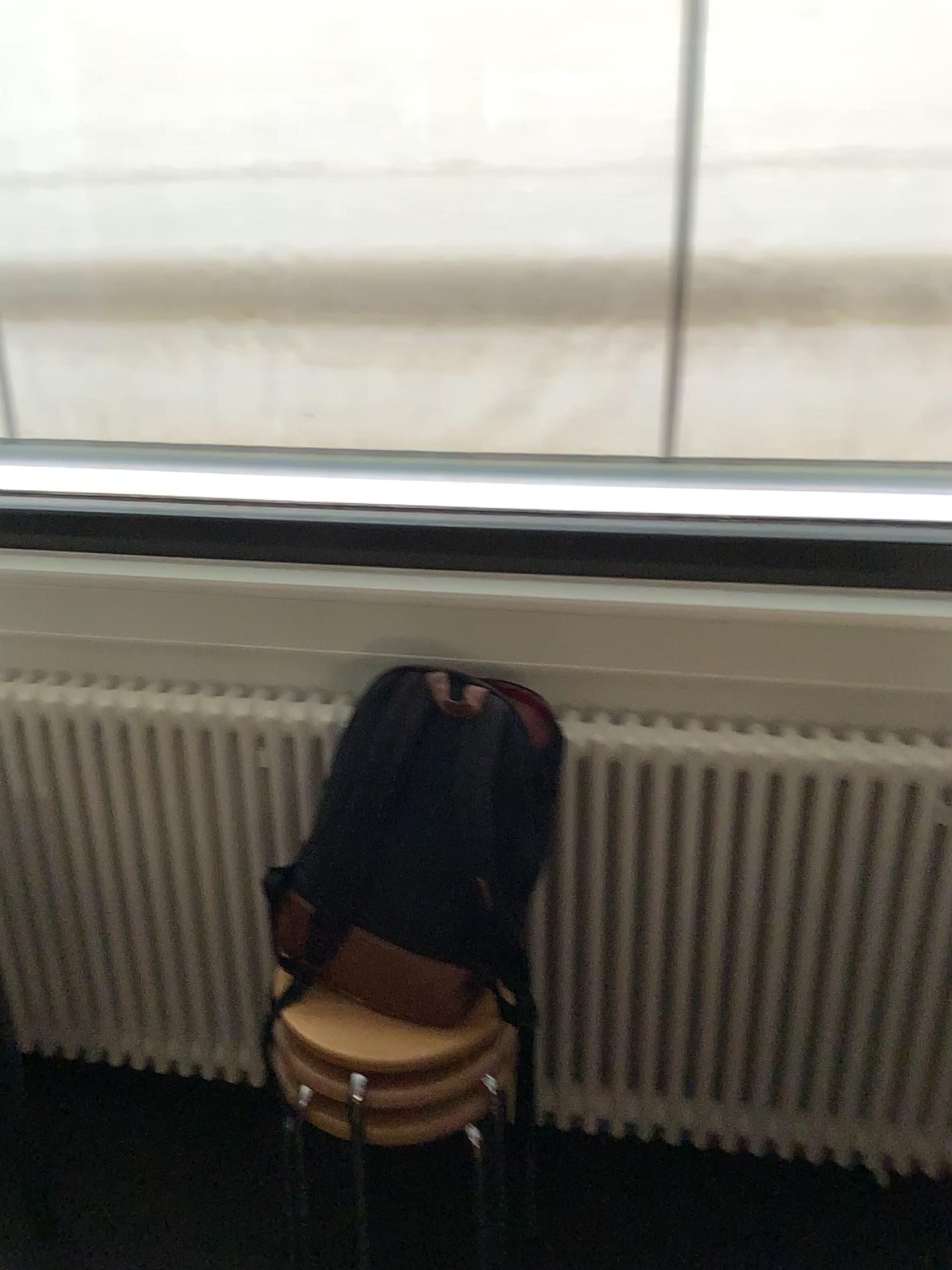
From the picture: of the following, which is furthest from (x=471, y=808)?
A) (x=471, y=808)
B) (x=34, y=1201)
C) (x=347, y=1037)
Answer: (x=34, y=1201)

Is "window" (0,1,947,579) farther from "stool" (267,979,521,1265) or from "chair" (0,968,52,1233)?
"chair" (0,968,52,1233)

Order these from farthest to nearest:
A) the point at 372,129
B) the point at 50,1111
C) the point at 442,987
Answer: the point at 50,1111, the point at 372,129, the point at 442,987

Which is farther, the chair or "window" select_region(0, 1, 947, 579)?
the chair

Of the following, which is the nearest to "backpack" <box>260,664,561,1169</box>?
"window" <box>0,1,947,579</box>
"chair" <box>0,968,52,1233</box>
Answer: "window" <box>0,1,947,579</box>

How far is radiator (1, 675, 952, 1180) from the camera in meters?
1.6 m

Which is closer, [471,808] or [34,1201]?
[471,808]

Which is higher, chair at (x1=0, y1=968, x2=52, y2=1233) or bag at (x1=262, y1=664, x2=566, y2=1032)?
bag at (x1=262, y1=664, x2=566, y2=1032)

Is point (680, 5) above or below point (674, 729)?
above

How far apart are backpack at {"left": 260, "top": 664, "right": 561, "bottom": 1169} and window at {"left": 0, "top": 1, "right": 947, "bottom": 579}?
0.3 meters
